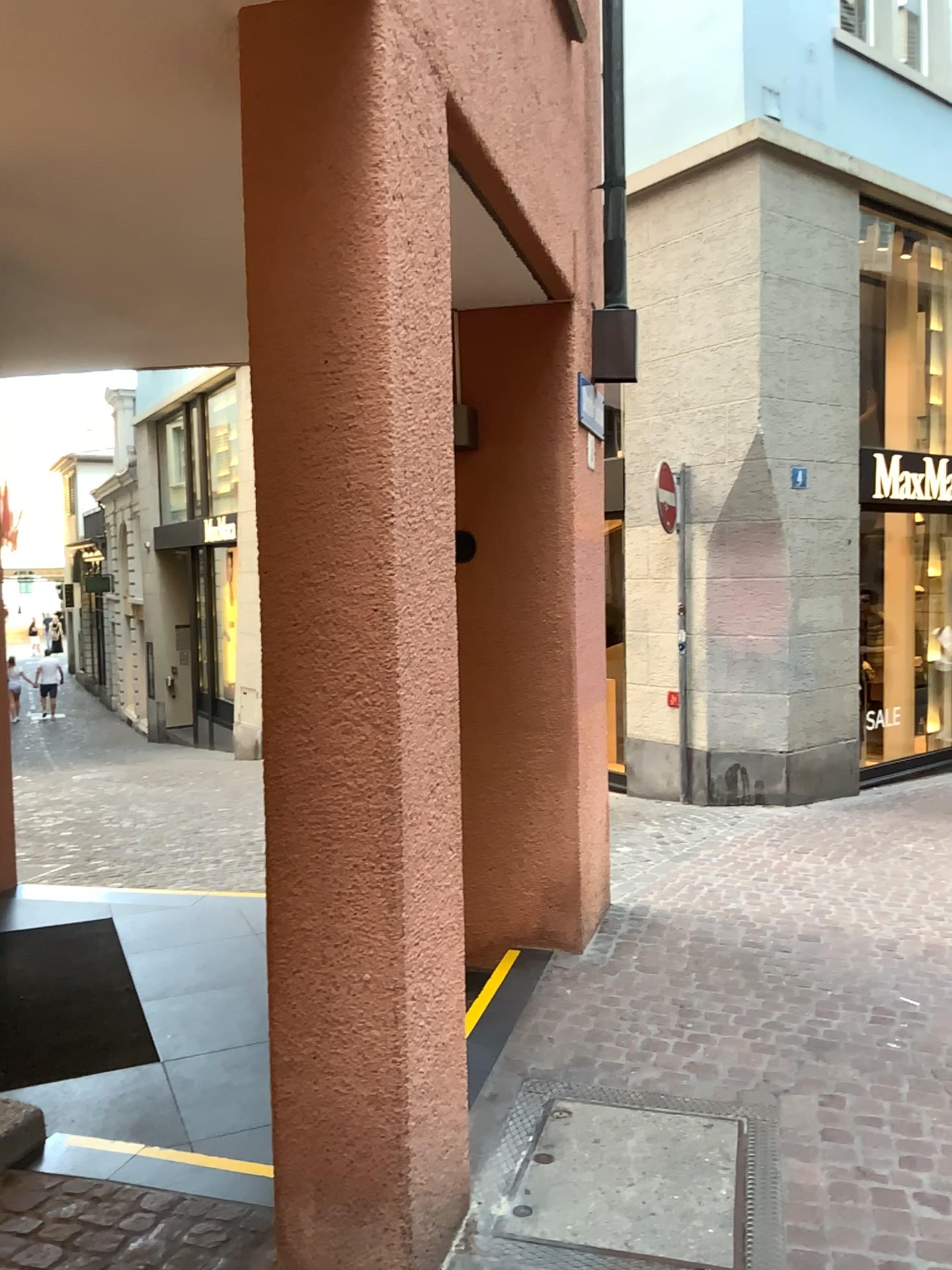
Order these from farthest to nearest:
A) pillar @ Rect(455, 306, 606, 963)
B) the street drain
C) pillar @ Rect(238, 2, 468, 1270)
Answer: pillar @ Rect(455, 306, 606, 963), the street drain, pillar @ Rect(238, 2, 468, 1270)

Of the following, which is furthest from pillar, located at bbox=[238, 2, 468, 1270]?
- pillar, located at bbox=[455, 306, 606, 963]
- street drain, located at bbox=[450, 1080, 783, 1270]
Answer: pillar, located at bbox=[455, 306, 606, 963]

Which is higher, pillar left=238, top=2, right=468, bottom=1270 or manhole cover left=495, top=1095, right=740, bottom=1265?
pillar left=238, top=2, right=468, bottom=1270

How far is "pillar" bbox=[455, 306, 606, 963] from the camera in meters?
4.4 m

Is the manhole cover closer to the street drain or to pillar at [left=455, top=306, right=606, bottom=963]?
the street drain

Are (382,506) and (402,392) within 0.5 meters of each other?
yes

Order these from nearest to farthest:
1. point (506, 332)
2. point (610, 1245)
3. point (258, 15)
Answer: point (258, 15)
point (610, 1245)
point (506, 332)

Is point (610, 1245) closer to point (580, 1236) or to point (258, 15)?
point (580, 1236)

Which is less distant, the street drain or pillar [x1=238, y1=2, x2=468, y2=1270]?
pillar [x1=238, y1=2, x2=468, y2=1270]

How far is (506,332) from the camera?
4.4m
